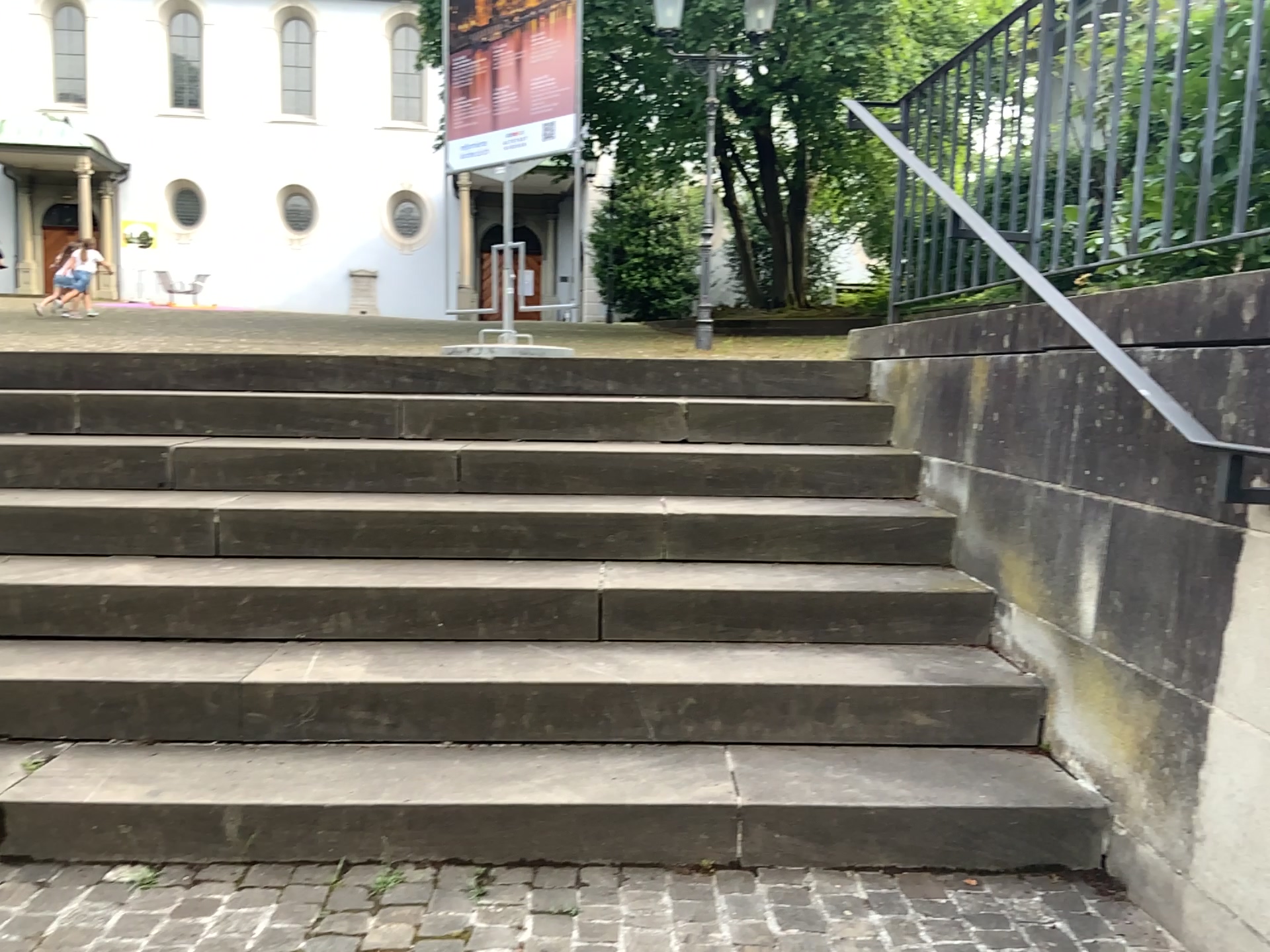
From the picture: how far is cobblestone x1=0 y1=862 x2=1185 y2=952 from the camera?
1.9 meters

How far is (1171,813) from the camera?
1.9 meters

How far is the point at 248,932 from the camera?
1.89m
